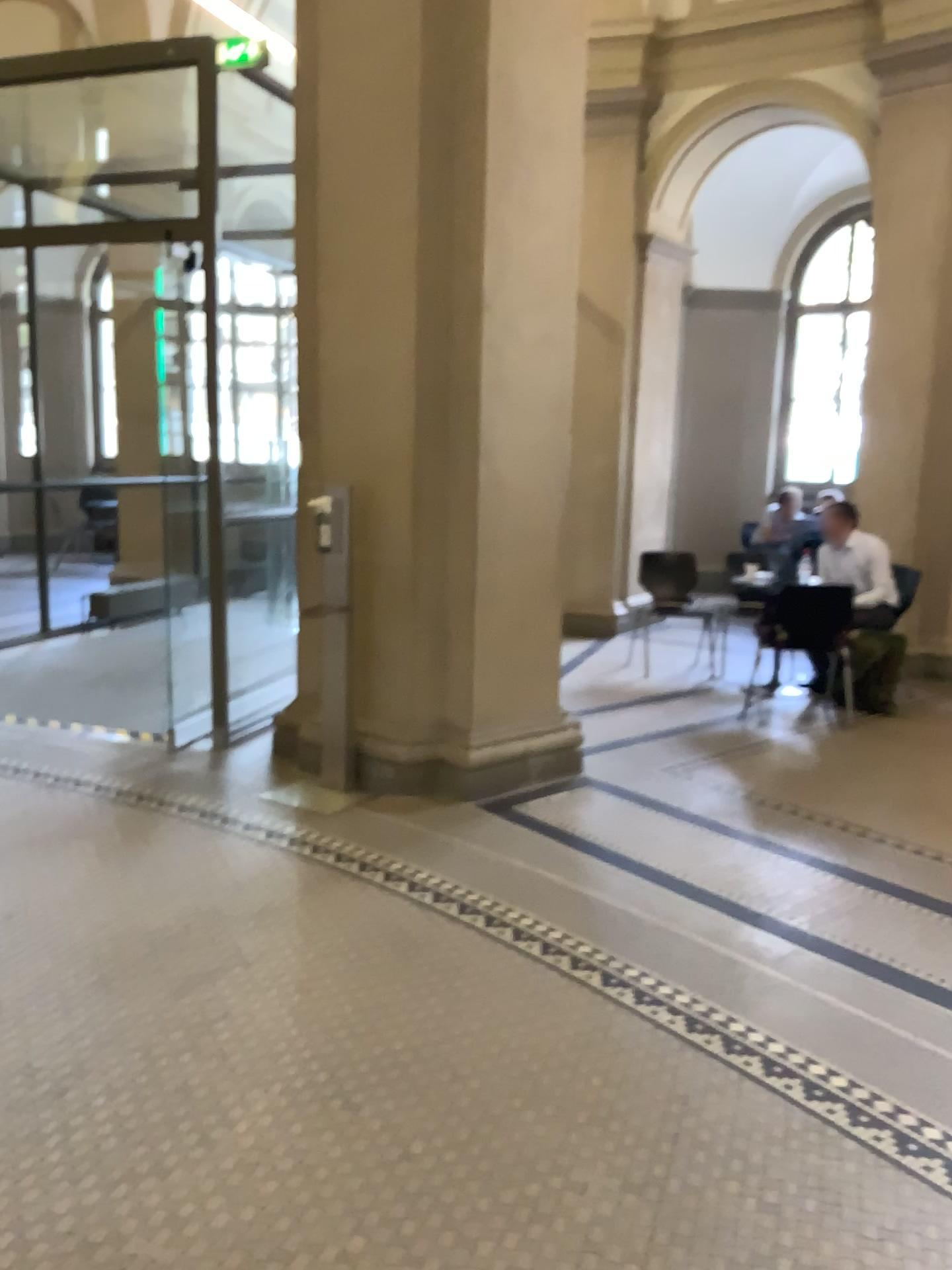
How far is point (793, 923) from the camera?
3.5 meters
